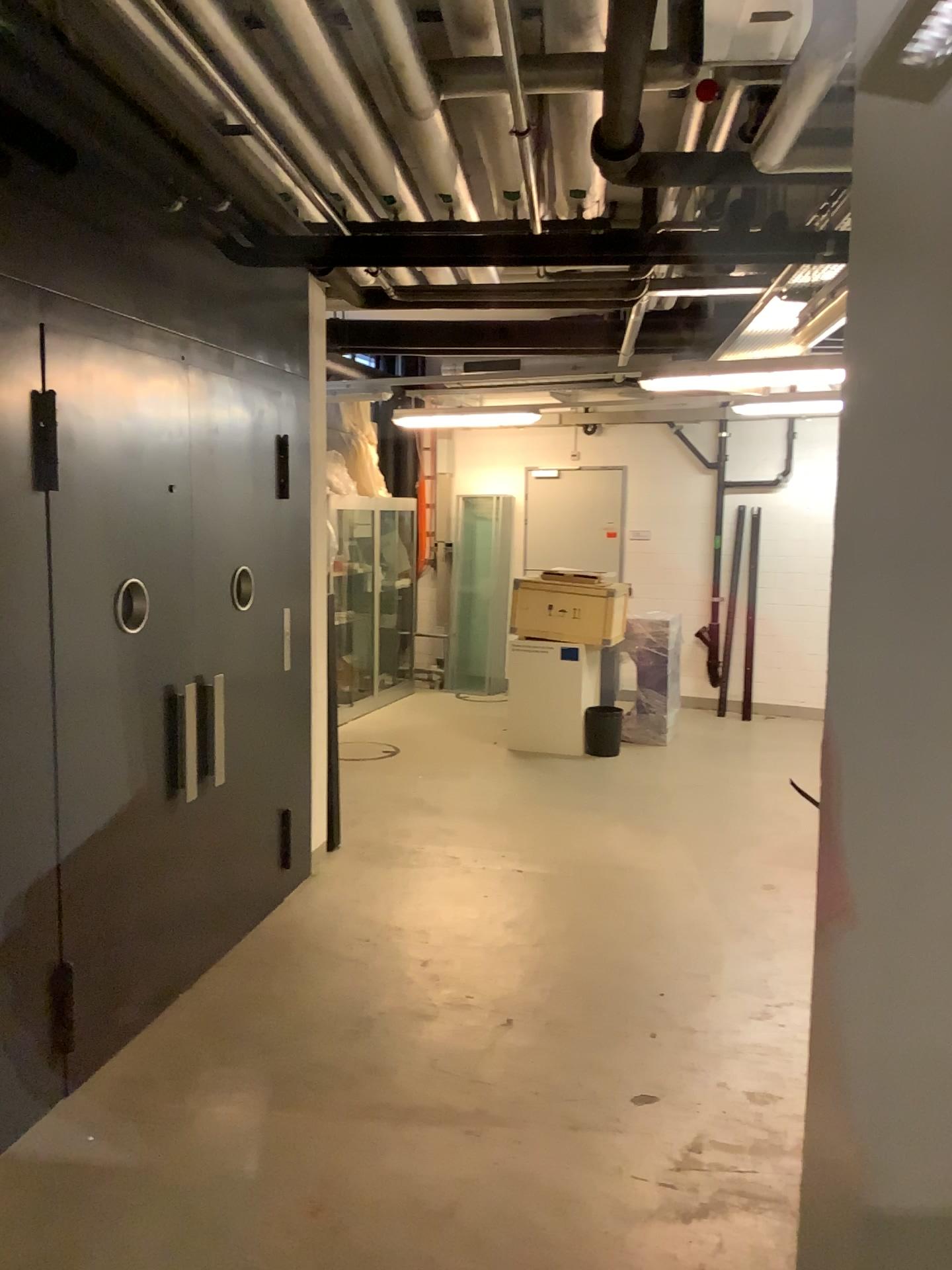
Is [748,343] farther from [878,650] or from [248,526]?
[248,526]
